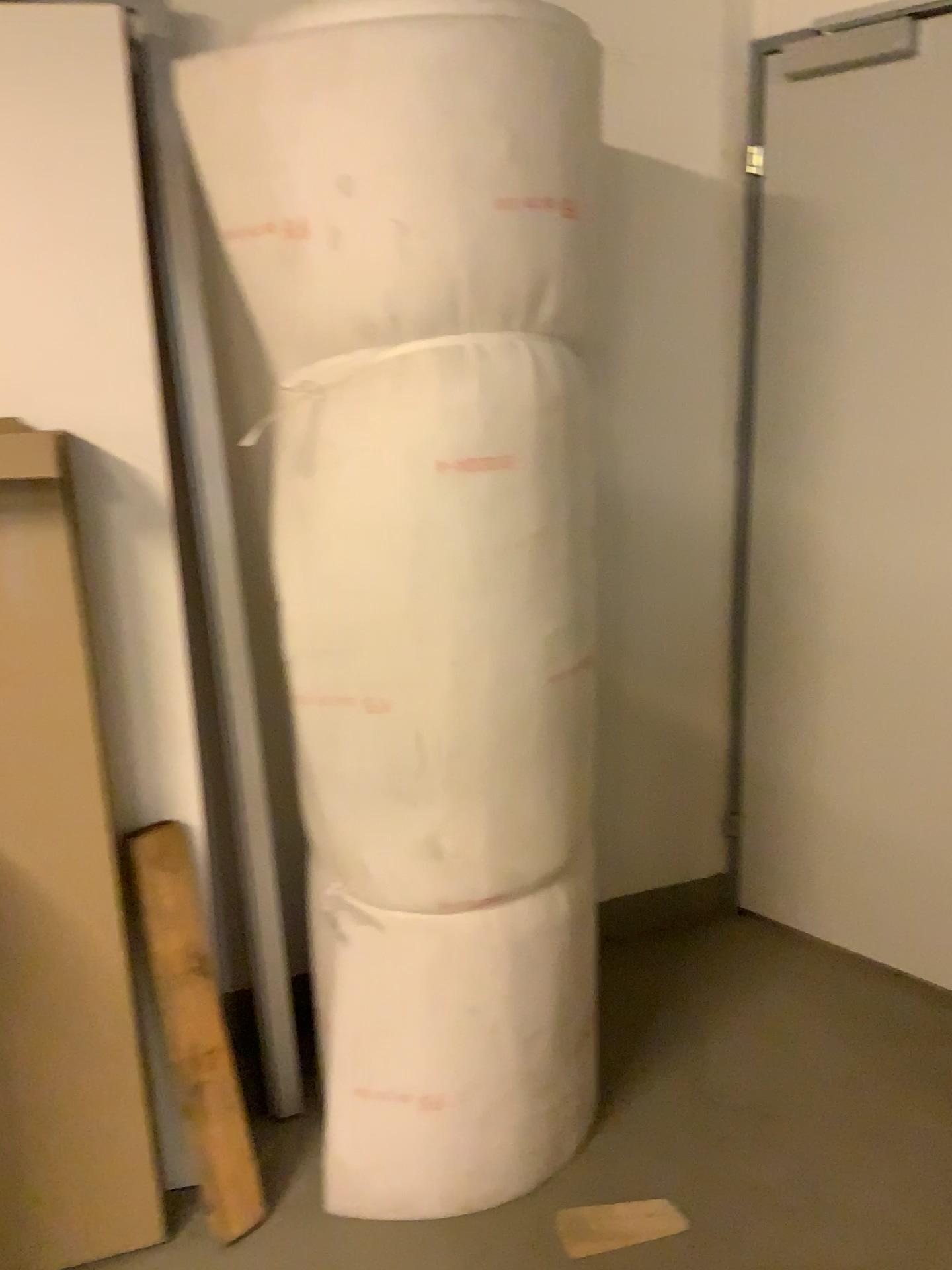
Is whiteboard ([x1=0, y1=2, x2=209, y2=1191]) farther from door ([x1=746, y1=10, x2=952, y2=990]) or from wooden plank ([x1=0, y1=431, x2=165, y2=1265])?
door ([x1=746, y1=10, x2=952, y2=990])

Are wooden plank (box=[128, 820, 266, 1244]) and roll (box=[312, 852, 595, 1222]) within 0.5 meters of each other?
yes

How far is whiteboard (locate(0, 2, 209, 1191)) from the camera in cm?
170

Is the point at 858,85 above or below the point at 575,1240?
above

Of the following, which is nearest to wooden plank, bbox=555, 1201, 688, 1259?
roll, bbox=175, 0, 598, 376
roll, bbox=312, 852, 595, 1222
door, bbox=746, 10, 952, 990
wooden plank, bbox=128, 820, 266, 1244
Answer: roll, bbox=312, 852, 595, 1222

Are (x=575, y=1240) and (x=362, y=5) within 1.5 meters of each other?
no

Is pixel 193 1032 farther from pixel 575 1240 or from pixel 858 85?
pixel 858 85

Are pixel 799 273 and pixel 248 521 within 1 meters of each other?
no

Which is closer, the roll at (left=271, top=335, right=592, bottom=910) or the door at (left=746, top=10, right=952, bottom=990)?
the roll at (left=271, top=335, right=592, bottom=910)

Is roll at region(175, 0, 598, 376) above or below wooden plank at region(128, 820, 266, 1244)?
above
